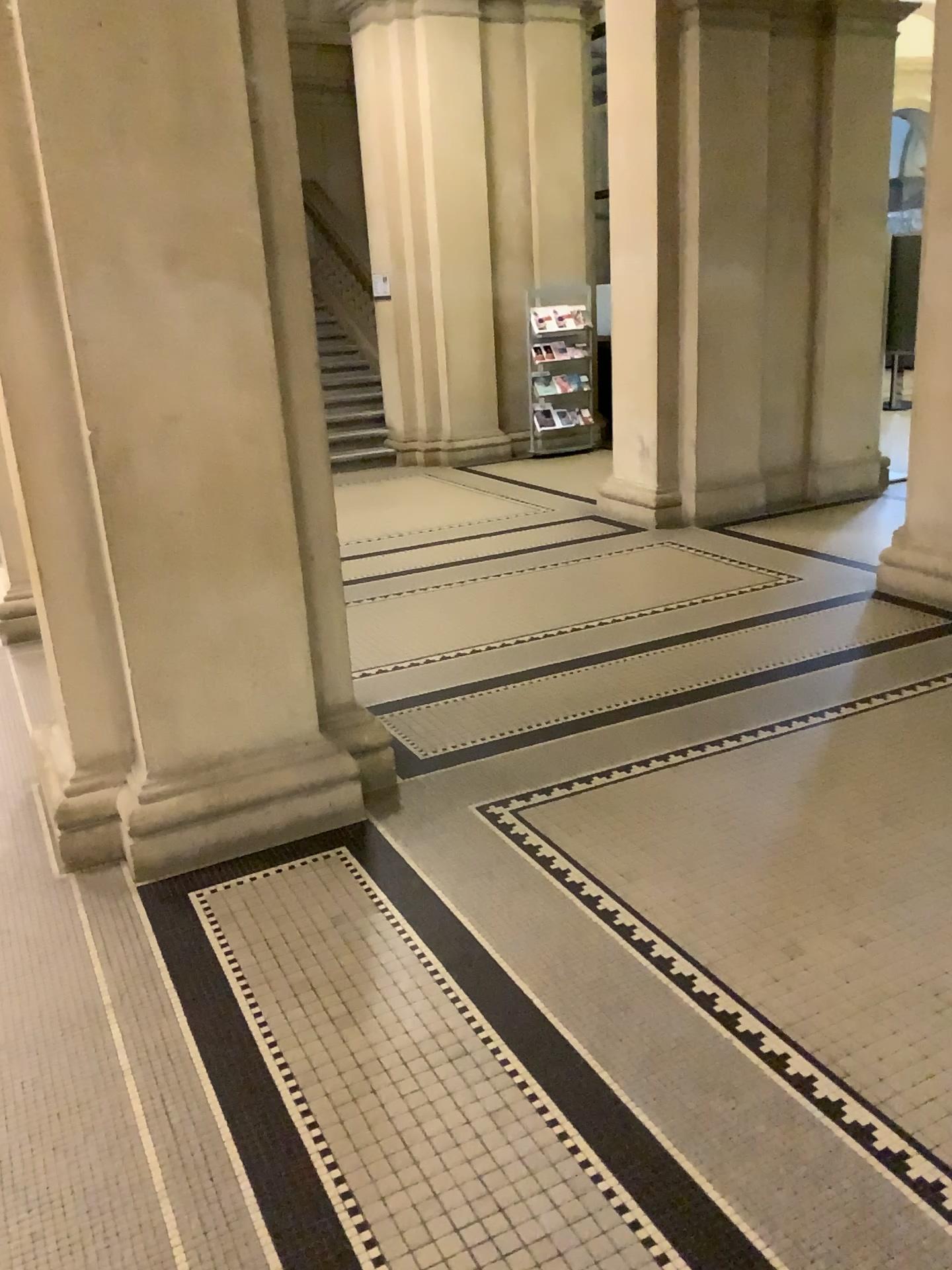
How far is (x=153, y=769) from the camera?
3.2m

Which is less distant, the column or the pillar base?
the column

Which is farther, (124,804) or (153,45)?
(124,804)

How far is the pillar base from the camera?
3.1m

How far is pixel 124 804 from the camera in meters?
3.1 m

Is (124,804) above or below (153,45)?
below
